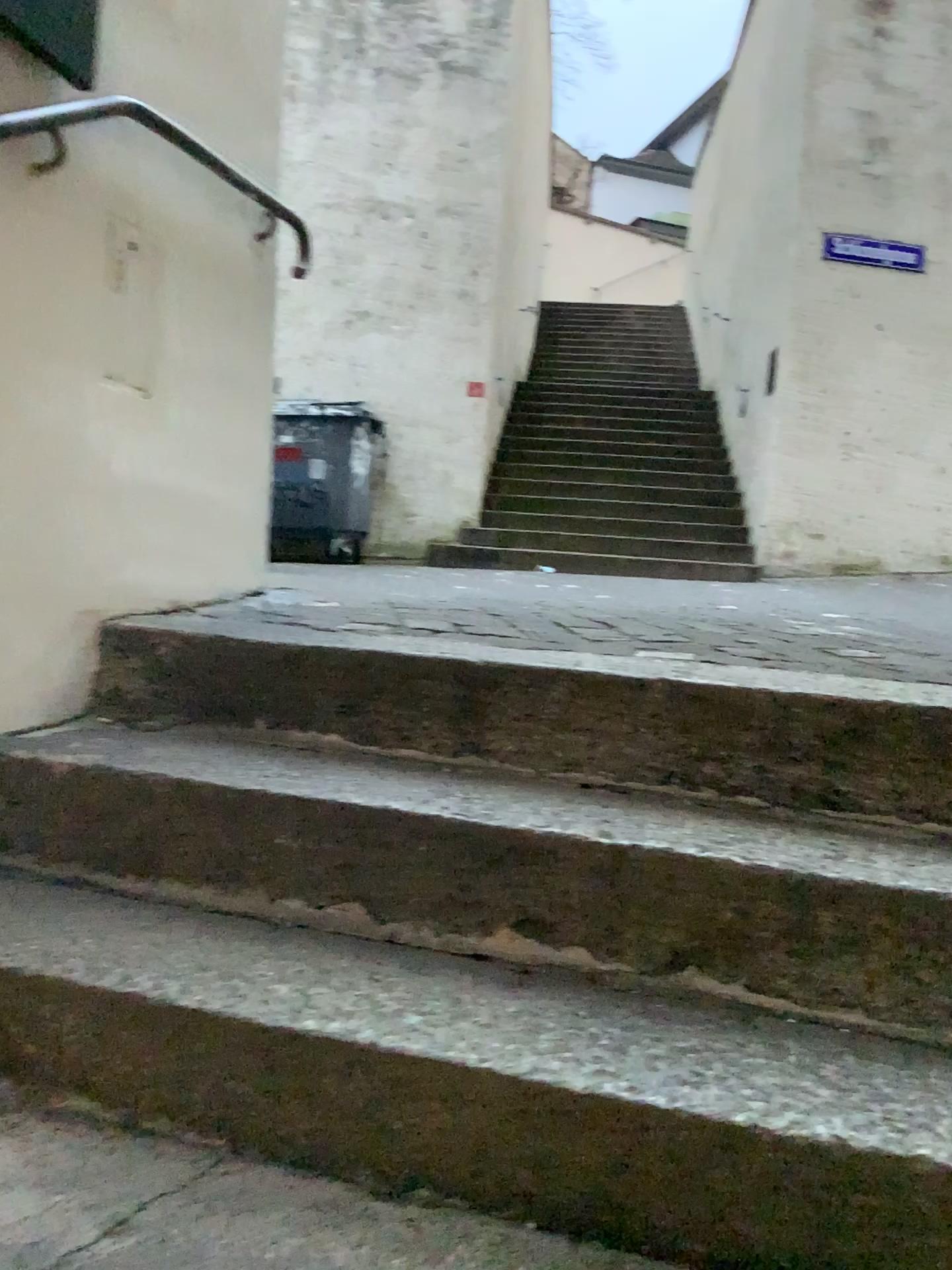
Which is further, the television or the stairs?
the television

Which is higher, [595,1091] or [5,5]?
[5,5]

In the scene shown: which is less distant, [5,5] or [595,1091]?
[595,1091]

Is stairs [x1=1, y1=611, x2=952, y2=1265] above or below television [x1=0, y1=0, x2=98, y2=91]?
below

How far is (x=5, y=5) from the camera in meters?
1.6

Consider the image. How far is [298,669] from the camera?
1.69m

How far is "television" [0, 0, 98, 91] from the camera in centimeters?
156cm
